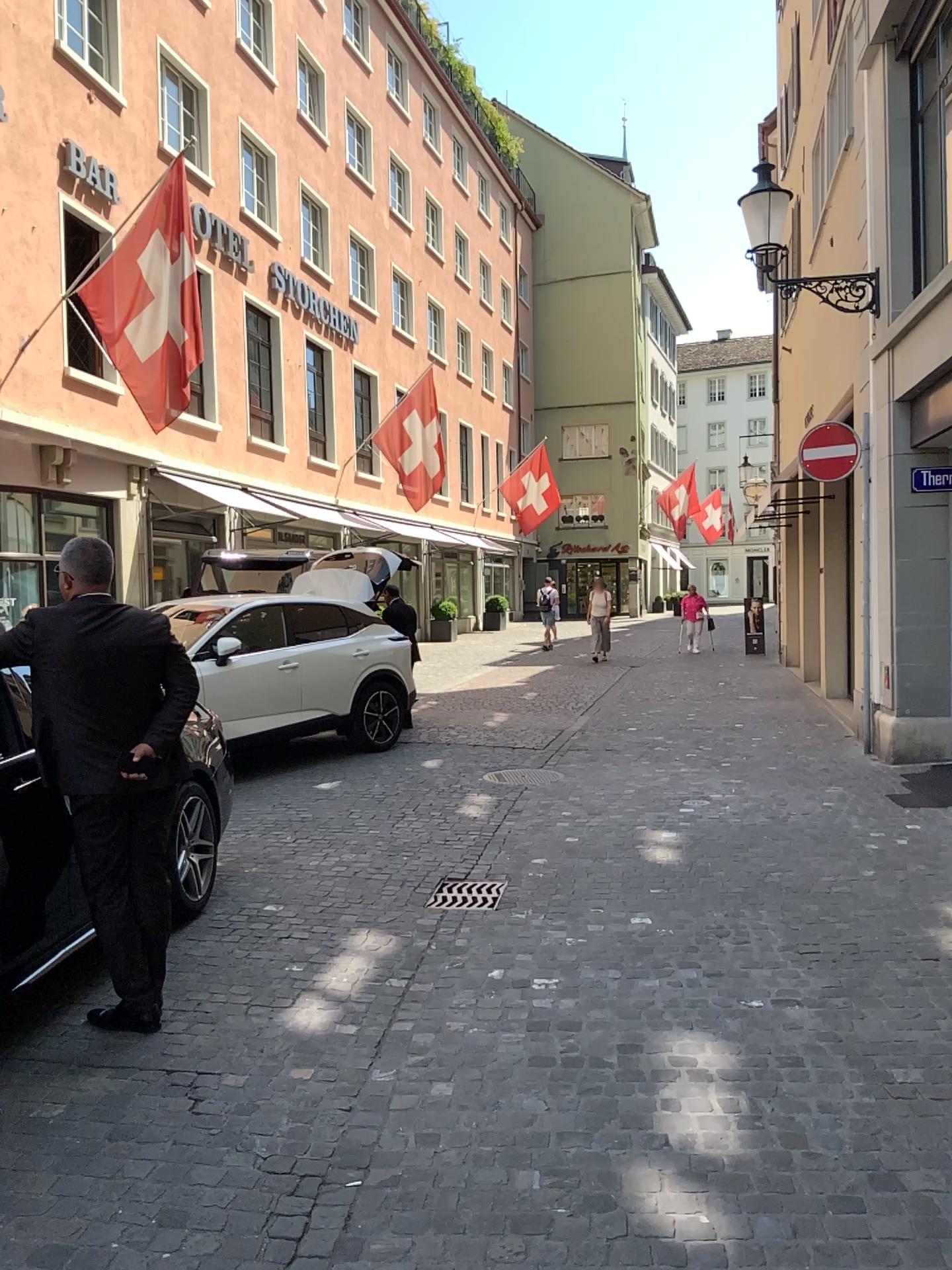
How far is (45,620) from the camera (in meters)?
3.87

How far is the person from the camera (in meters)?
3.87

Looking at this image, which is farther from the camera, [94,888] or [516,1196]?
[94,888]
